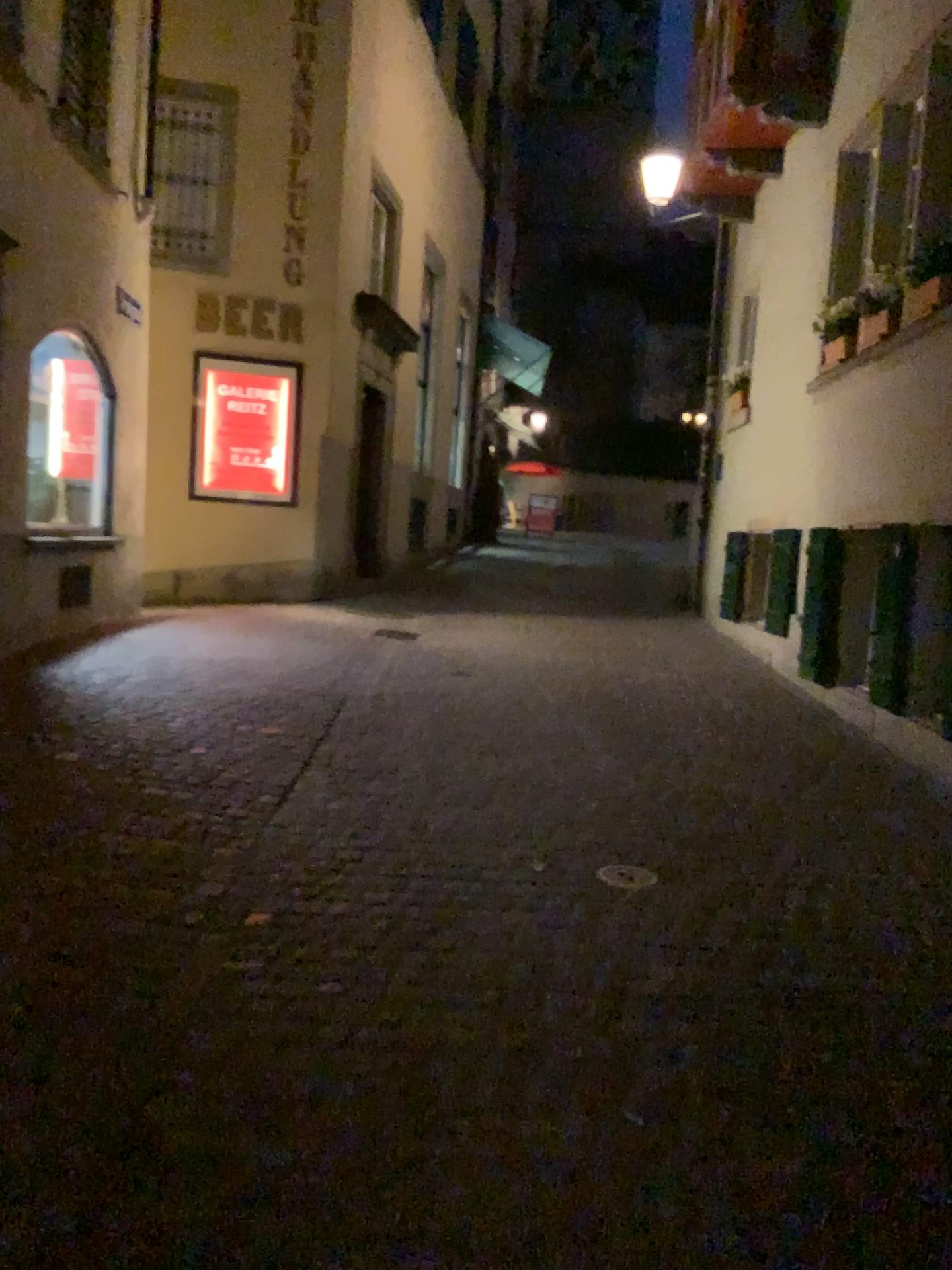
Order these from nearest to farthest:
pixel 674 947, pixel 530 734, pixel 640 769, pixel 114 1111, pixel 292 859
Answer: pixel 114 1111
pixel 674 947
pixel 292 859
pixel 640 769
pixel 530 734
